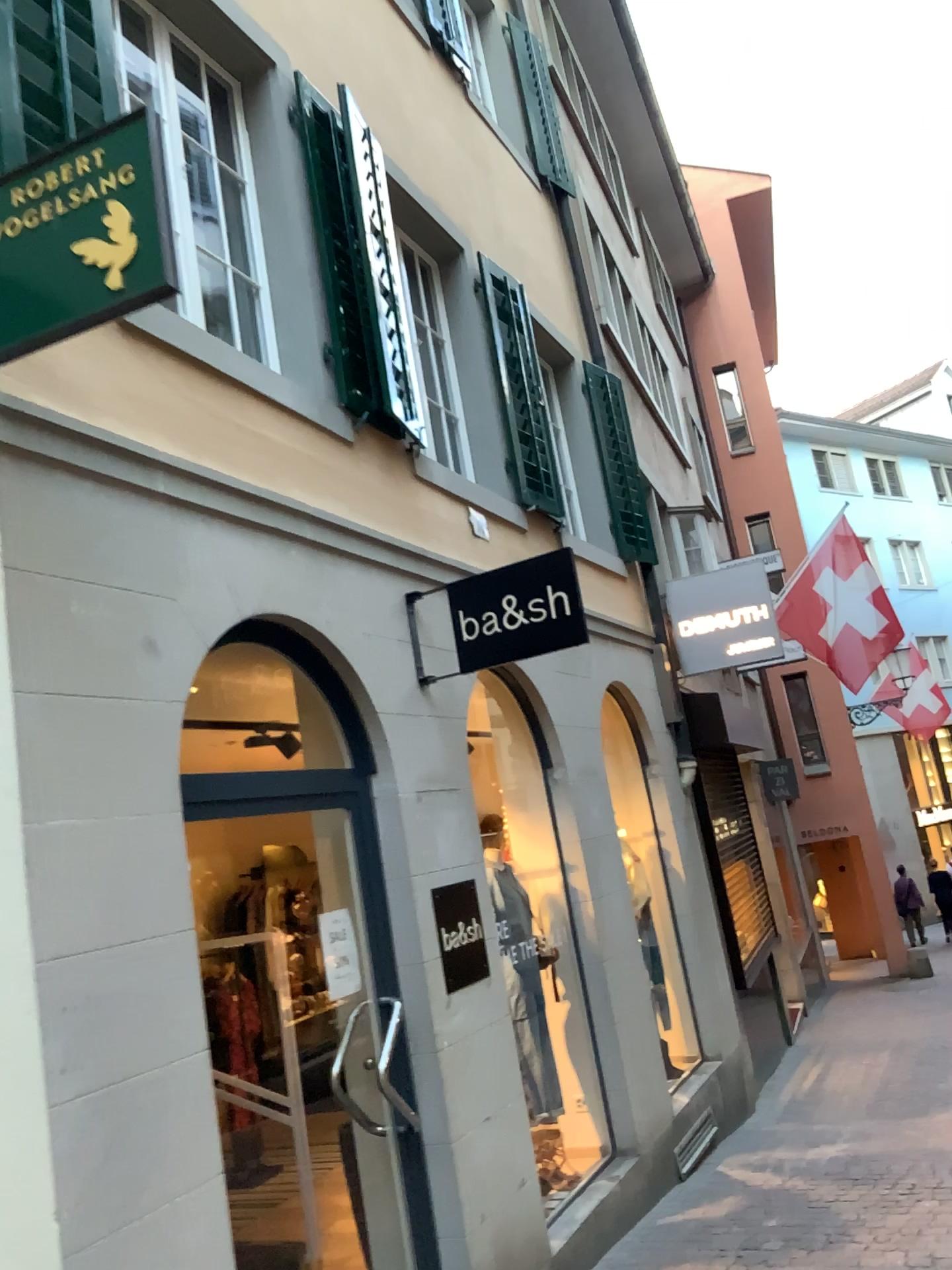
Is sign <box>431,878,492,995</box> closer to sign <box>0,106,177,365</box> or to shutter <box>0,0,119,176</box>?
sign <box>0,106,177,365</box>

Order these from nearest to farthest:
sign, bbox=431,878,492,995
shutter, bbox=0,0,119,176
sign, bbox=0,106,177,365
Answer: sign, bbox=0,106,177,365
shutter, bbox=0,0,119,176
sign, bbox=431,878,492,995

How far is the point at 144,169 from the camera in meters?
2.4

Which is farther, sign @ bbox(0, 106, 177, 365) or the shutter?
the shutter

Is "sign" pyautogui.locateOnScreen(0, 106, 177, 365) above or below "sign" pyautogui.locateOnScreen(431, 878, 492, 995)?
above

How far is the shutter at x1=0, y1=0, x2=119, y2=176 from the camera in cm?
312

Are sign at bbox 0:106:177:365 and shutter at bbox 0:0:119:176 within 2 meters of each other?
yes

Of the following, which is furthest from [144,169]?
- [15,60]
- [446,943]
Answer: [446,943]

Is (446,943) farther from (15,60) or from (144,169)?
(15,60)

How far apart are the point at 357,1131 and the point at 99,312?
3.27m
